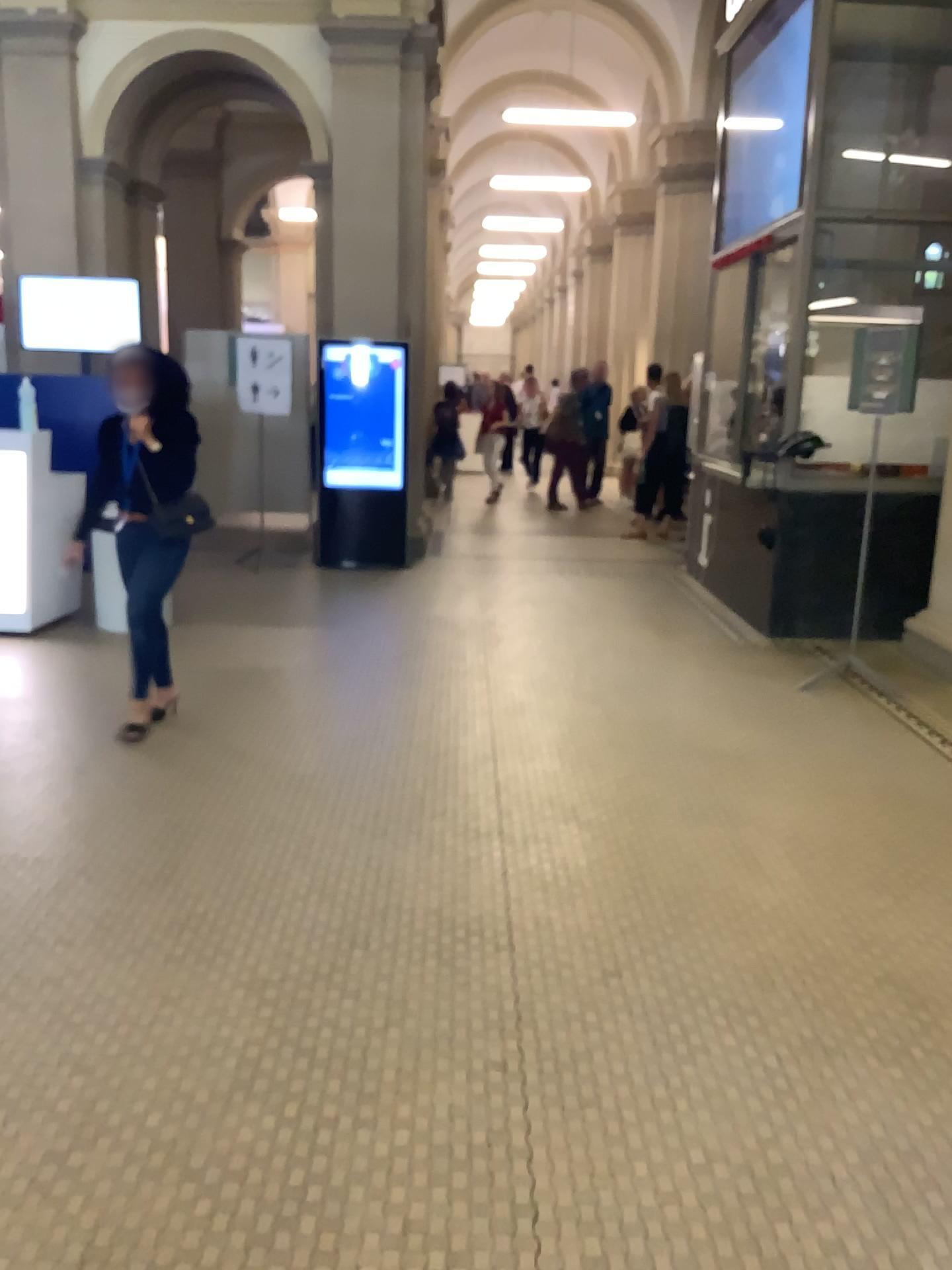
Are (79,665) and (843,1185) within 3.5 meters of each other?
no
